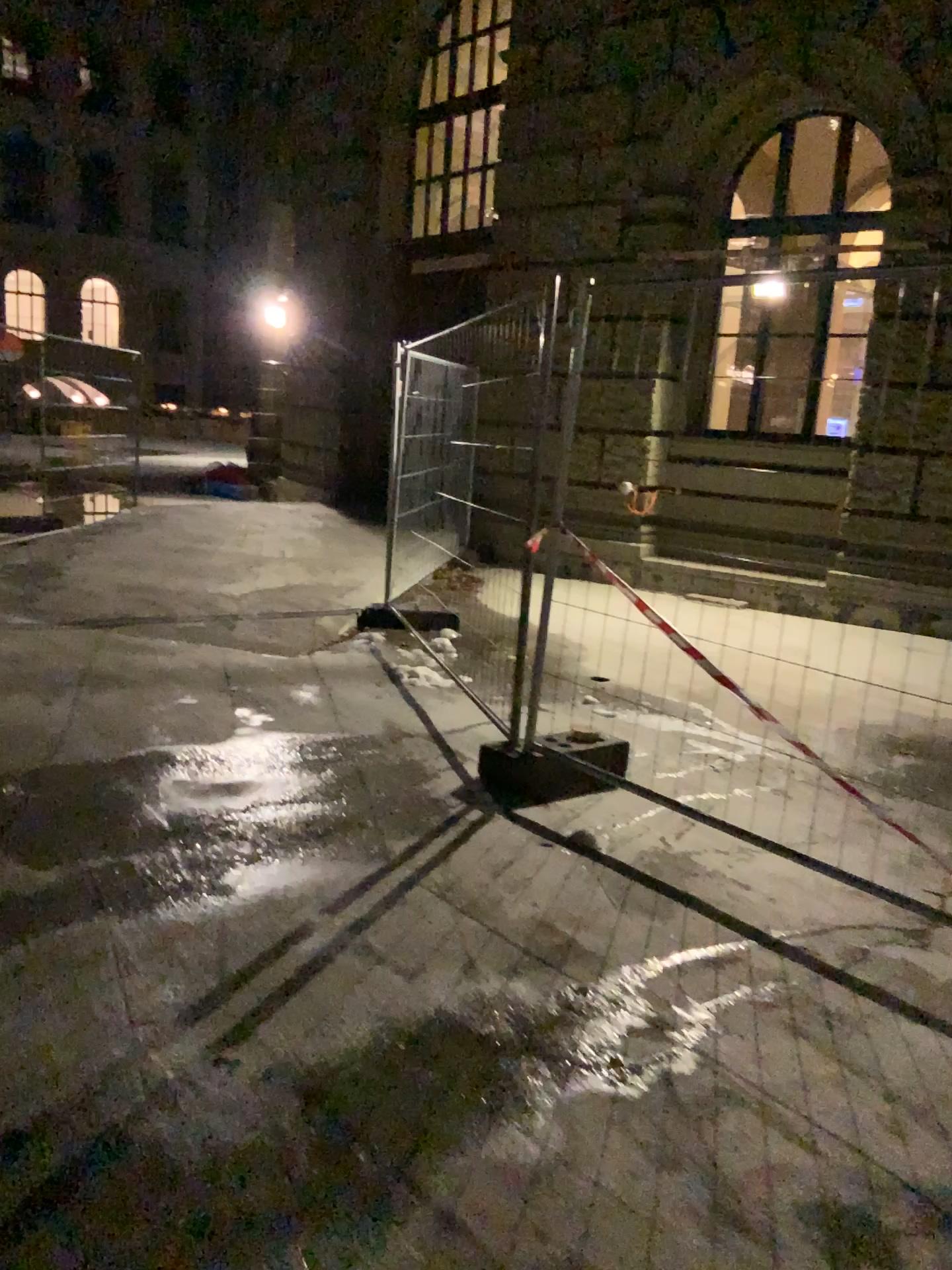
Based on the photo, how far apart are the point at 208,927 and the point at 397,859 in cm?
75
